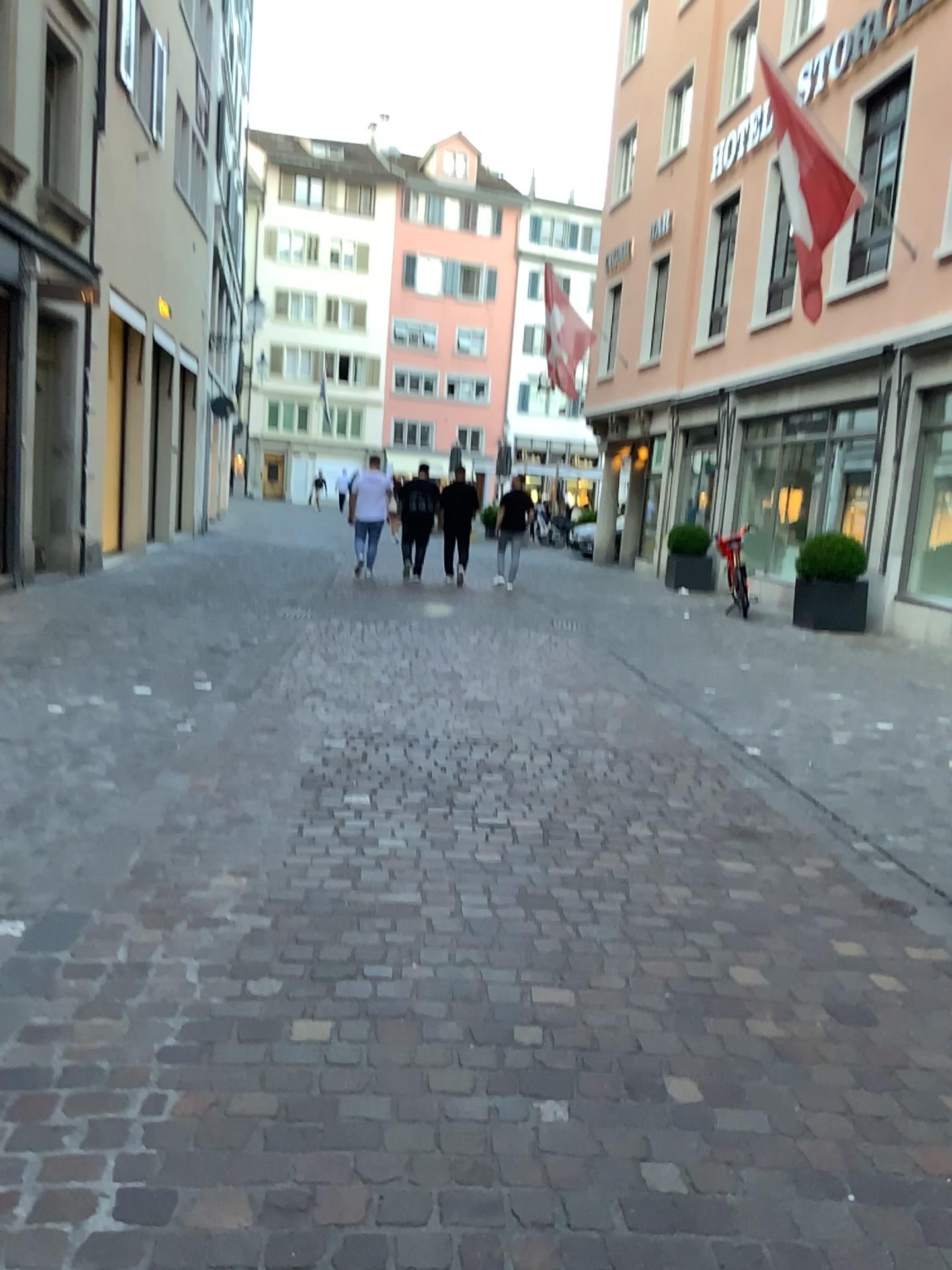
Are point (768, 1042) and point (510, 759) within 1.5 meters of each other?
no
